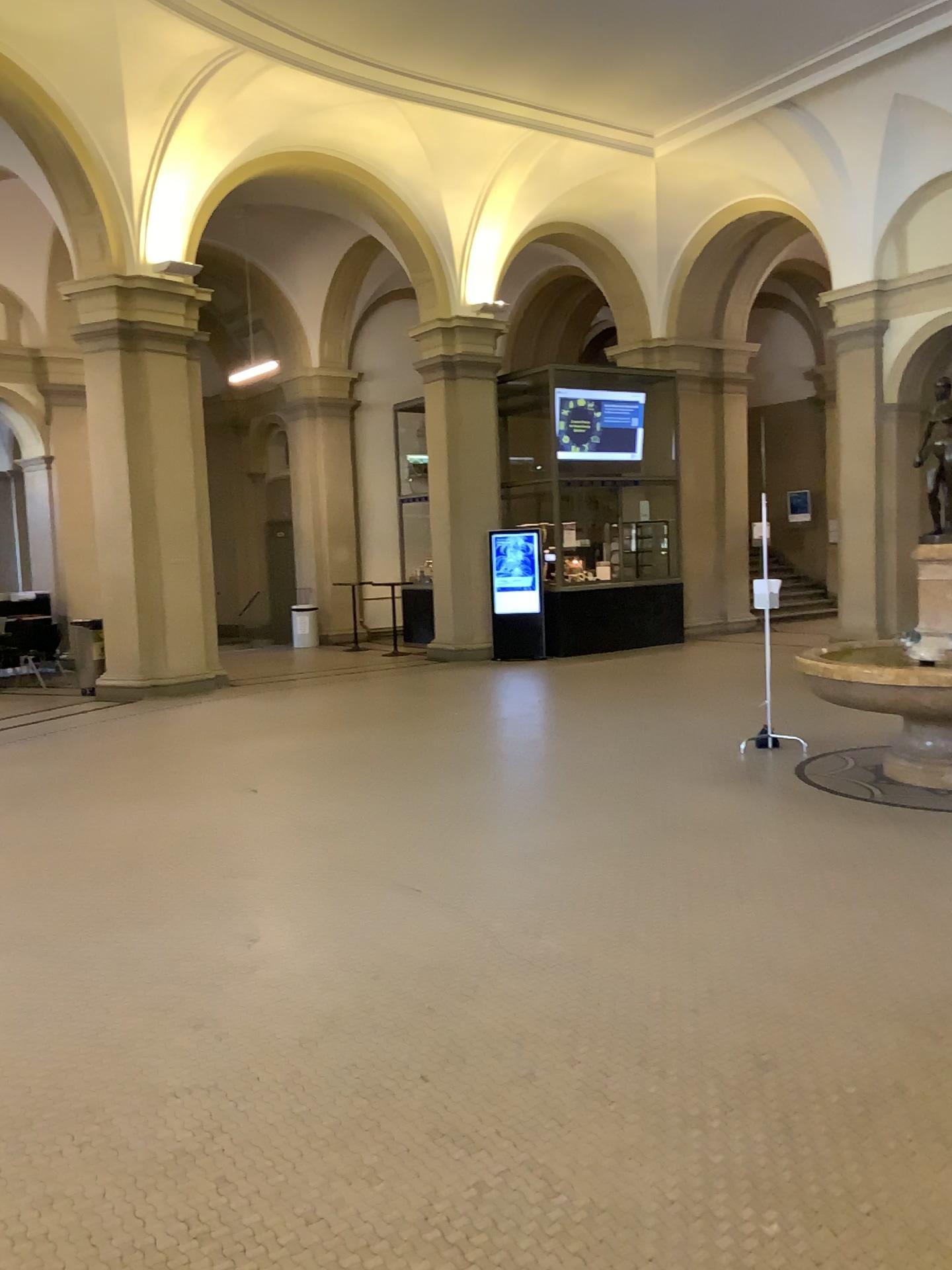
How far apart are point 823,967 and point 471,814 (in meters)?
2.48
